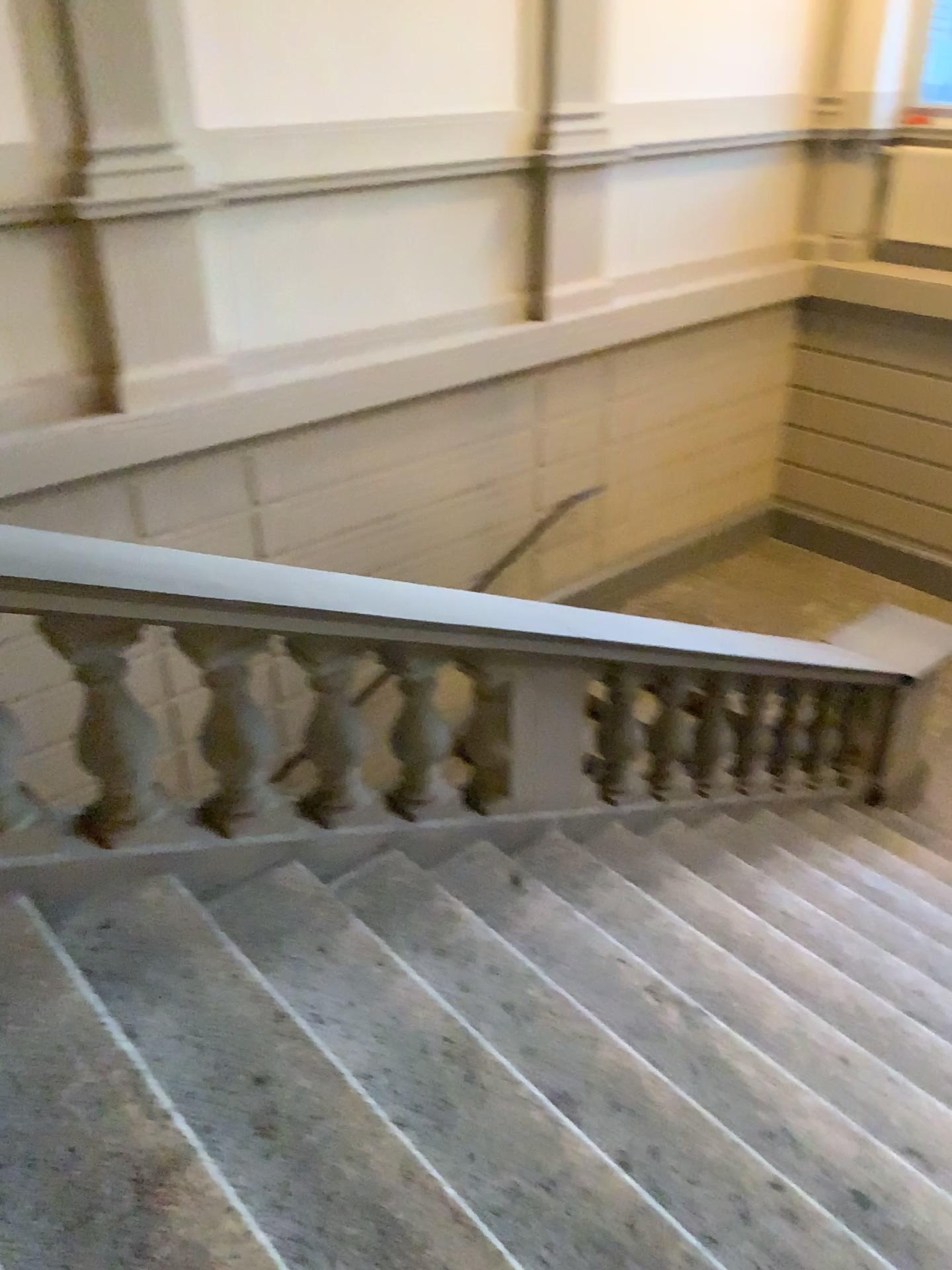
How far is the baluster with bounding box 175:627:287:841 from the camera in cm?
256

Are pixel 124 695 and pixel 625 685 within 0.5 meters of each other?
no

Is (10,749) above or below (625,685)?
above

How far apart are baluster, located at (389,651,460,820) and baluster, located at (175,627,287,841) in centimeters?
51cm

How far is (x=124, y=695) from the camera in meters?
2.3

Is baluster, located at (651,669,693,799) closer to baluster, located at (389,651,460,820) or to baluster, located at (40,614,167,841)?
baluster, located at (389,651,460,820)

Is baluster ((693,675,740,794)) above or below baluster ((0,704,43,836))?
below

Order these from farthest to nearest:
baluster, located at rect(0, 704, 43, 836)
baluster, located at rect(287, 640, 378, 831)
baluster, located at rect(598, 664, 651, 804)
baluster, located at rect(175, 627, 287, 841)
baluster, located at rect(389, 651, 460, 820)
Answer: baluster, located at rect(598, 664, 651, 804) < baluster, located at rect(389, 651, 460, 820) < baluster, located at rect(287, 640, 378, 831) < baluster, located at rect(175, 627, 287, 841) < baluster, located at rect(0, 704, 43, 836)

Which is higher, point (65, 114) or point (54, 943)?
point (65, 114)

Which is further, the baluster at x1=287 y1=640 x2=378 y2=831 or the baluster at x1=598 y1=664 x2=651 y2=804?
the baluster at x1=598 y1=664 x2=651 y2=804
